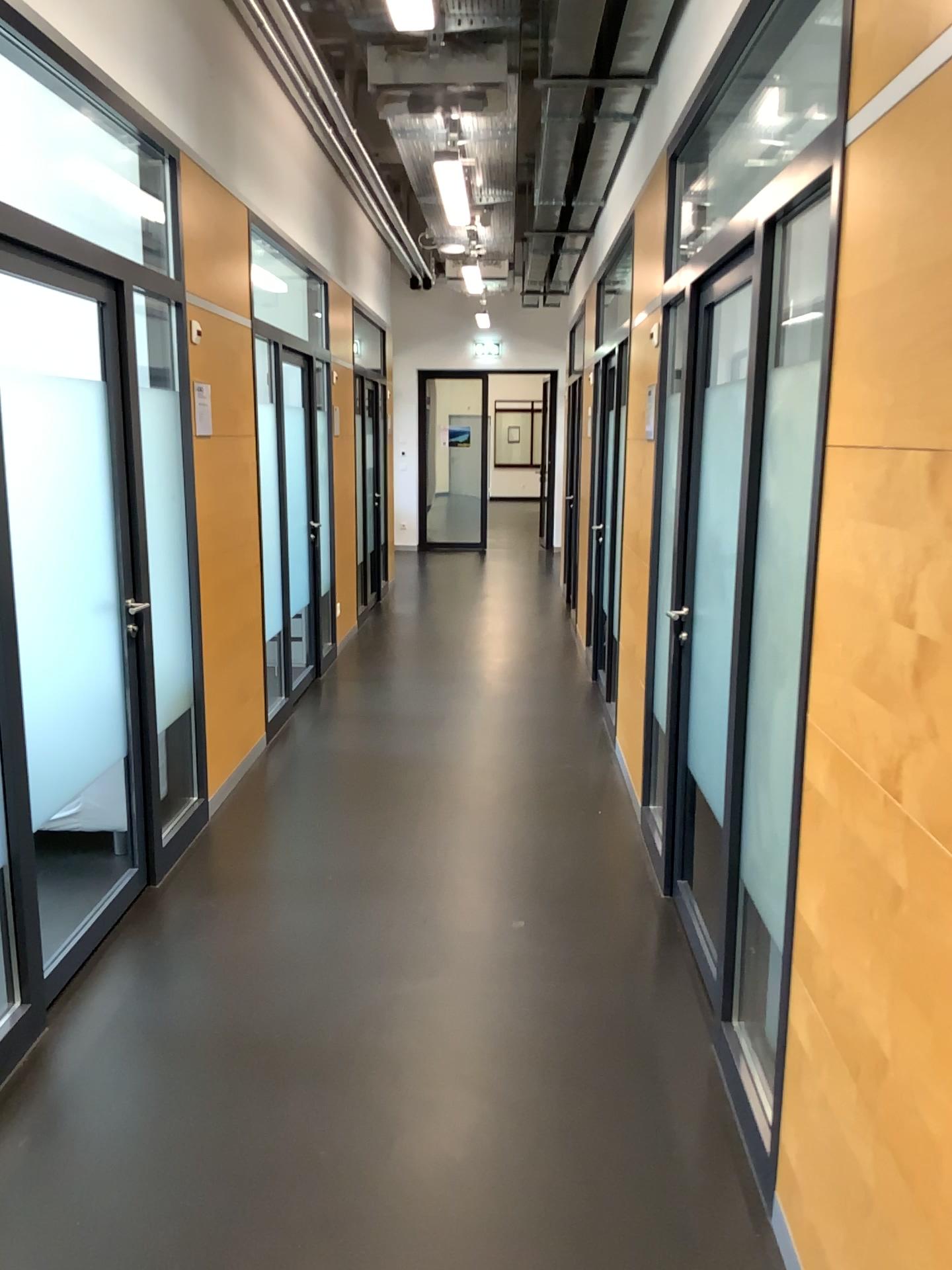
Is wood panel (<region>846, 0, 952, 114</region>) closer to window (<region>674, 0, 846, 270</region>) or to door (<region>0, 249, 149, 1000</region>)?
door (<region>0, 249, 149, 1000</region>)

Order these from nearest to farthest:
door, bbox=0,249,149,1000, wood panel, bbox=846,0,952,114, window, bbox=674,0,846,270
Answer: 1. wood panel, bbox=846,0,952,114
2. door, bbox=0,249,149,1000
3. window, bbox=674,0,846,270

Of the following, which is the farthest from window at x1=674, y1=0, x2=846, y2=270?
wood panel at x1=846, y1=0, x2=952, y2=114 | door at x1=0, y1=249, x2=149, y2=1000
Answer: wood panel at x1=846, y1=0, x2=952, y2=114

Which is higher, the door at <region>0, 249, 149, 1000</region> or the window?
the window

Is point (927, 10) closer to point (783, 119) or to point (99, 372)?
point (99, 372)

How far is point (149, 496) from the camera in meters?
4.0 m

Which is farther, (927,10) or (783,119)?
(783,119)

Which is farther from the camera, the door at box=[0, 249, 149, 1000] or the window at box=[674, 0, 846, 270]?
the window at box=[674, 0, 846, 270]

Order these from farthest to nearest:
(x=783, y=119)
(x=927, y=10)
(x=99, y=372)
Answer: (x=783, y=119)
(x=99, y=372)
(x=927, y=10)

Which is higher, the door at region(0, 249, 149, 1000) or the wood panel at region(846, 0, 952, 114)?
the wood panel at region(846, 0, 952, 114)
